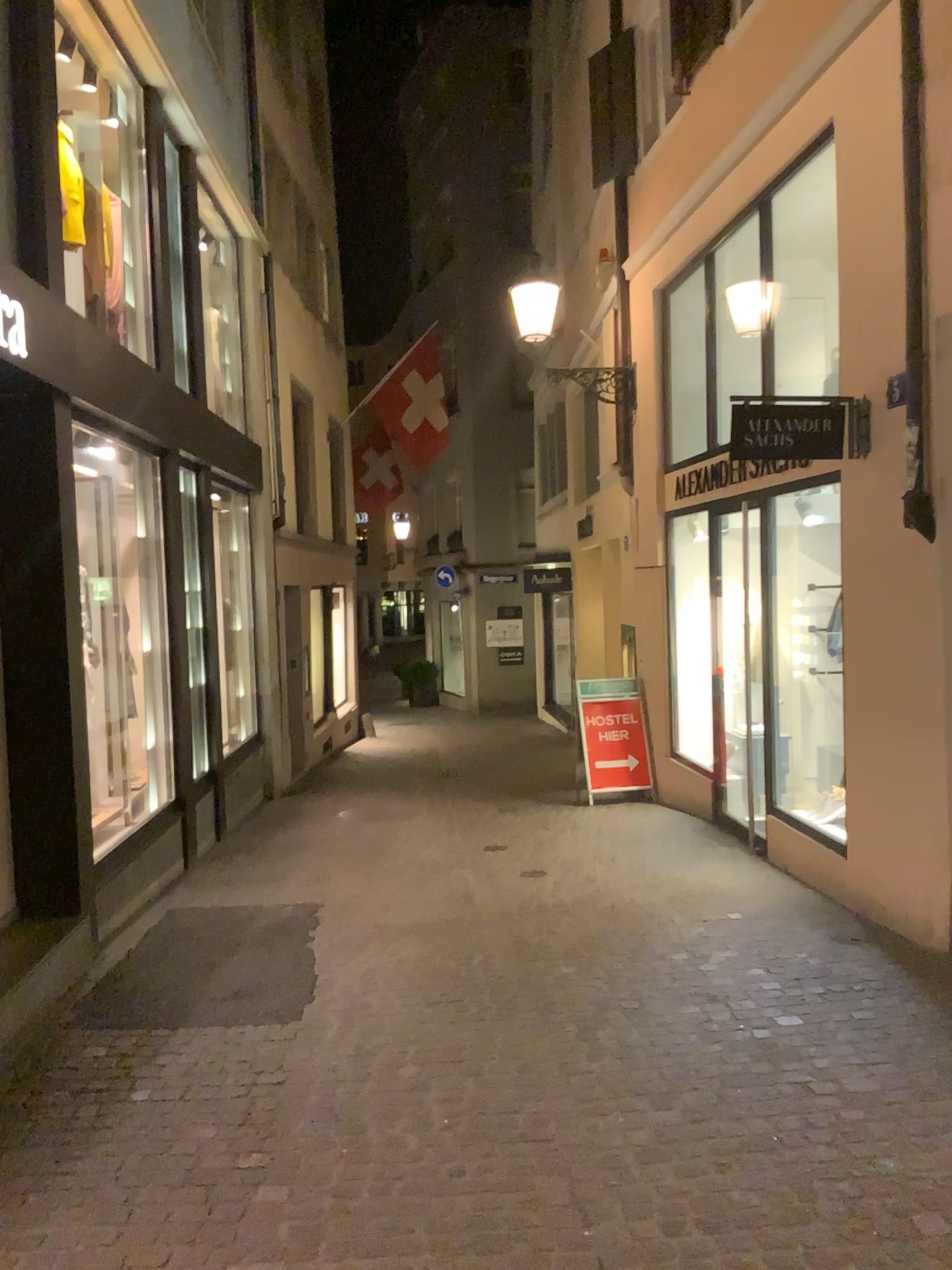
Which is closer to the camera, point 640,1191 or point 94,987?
point 640,1191
